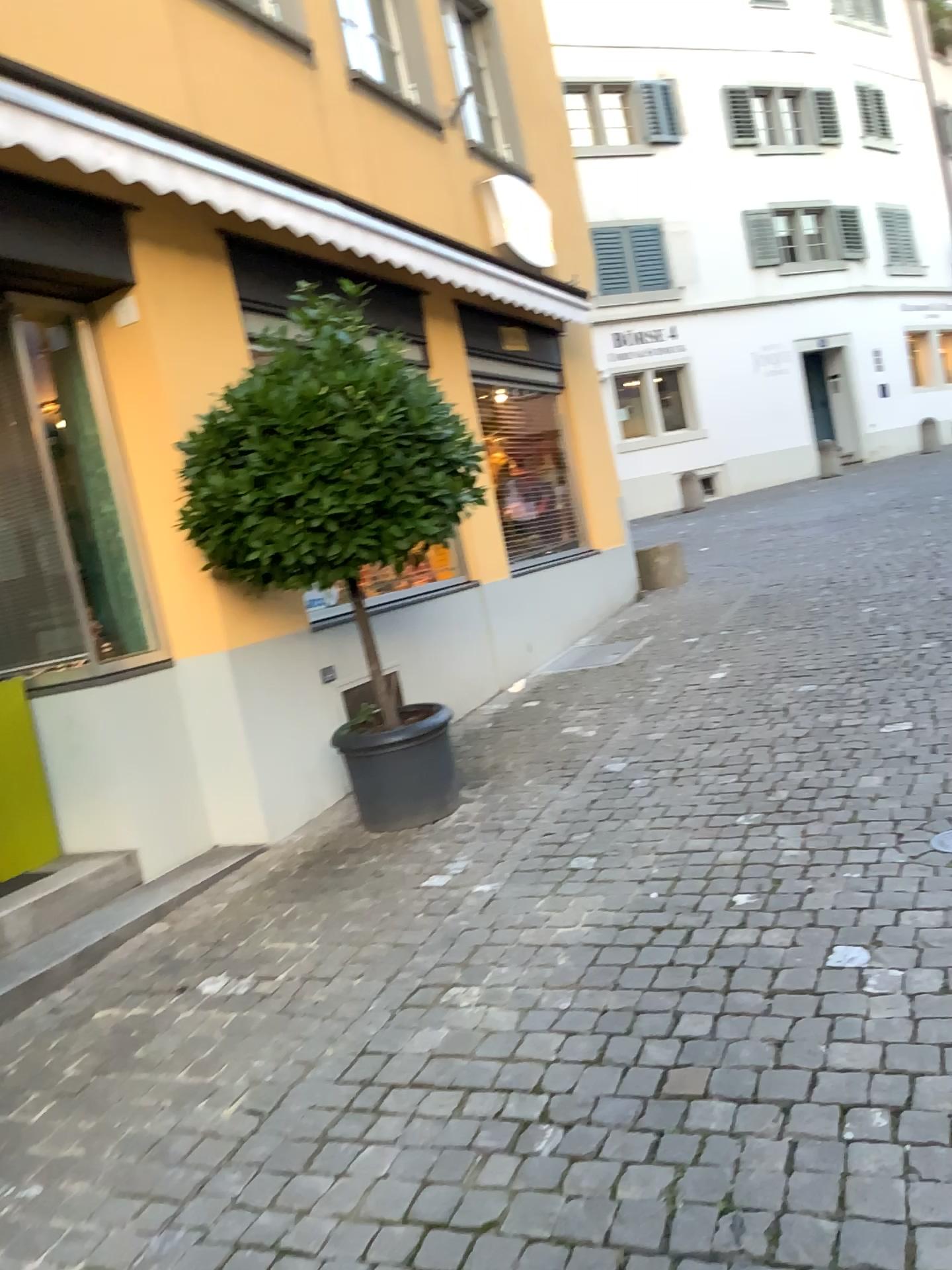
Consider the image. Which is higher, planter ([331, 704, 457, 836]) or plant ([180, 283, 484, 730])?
plant ([180, 283, 484, 730])

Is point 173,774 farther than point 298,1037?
Yes

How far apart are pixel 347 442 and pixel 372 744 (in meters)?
1.31

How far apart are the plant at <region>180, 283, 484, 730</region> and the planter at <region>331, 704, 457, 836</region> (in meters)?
0.70

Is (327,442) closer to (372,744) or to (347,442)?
(347,442)

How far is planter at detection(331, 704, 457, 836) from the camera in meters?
4.6

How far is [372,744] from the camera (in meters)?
4.56

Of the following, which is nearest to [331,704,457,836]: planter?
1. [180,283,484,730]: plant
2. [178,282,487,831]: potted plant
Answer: [178,282,487,831]: potted plant

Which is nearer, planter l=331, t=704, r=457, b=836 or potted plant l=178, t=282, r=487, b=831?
potted plant l=178, t=282, r=487, b=831

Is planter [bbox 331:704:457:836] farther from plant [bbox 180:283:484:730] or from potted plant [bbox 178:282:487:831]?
plant [bbox 180:283:484:730]
